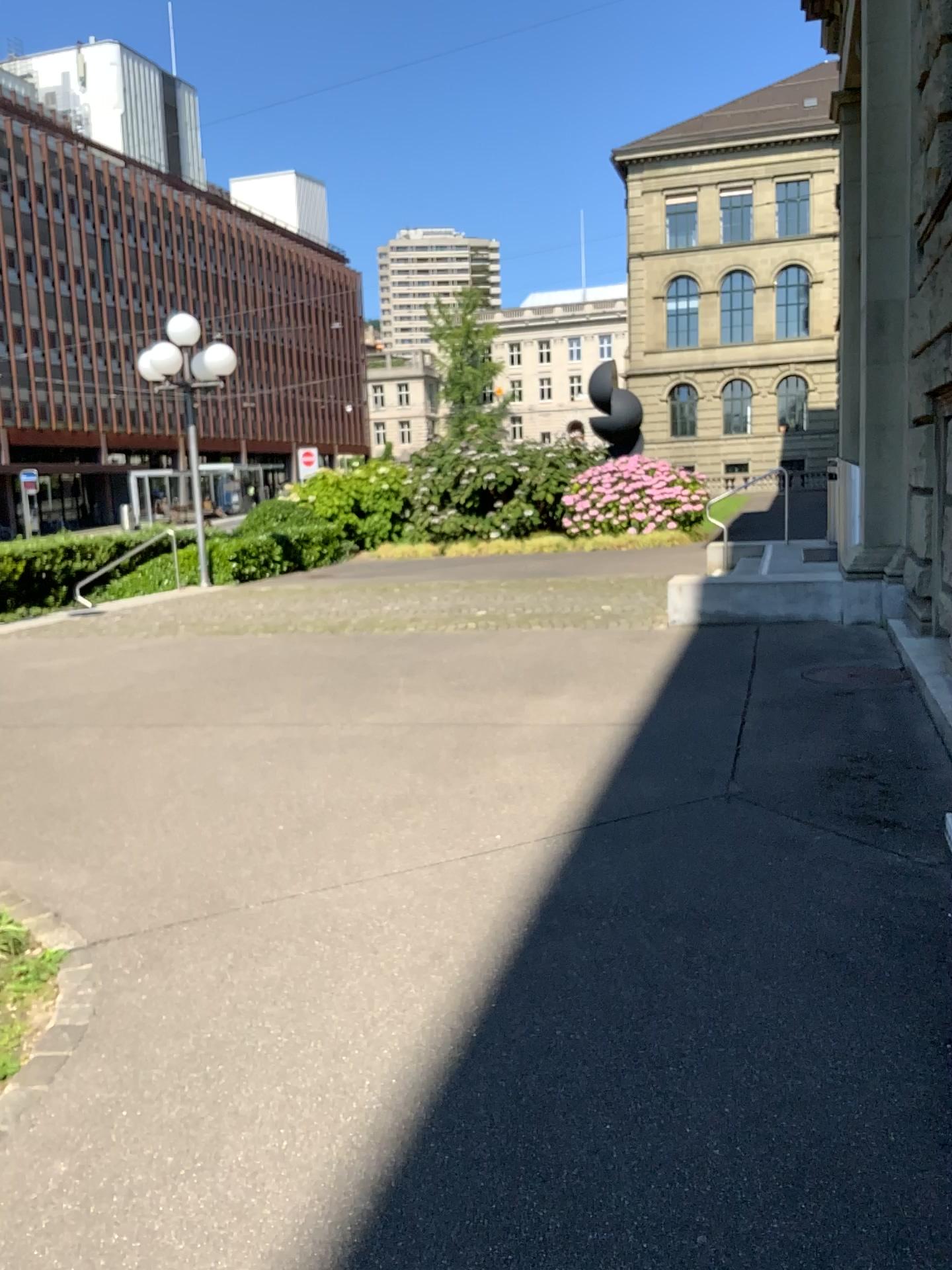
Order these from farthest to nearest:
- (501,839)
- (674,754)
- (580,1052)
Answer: (674,754), (501,839), (580,1052)
